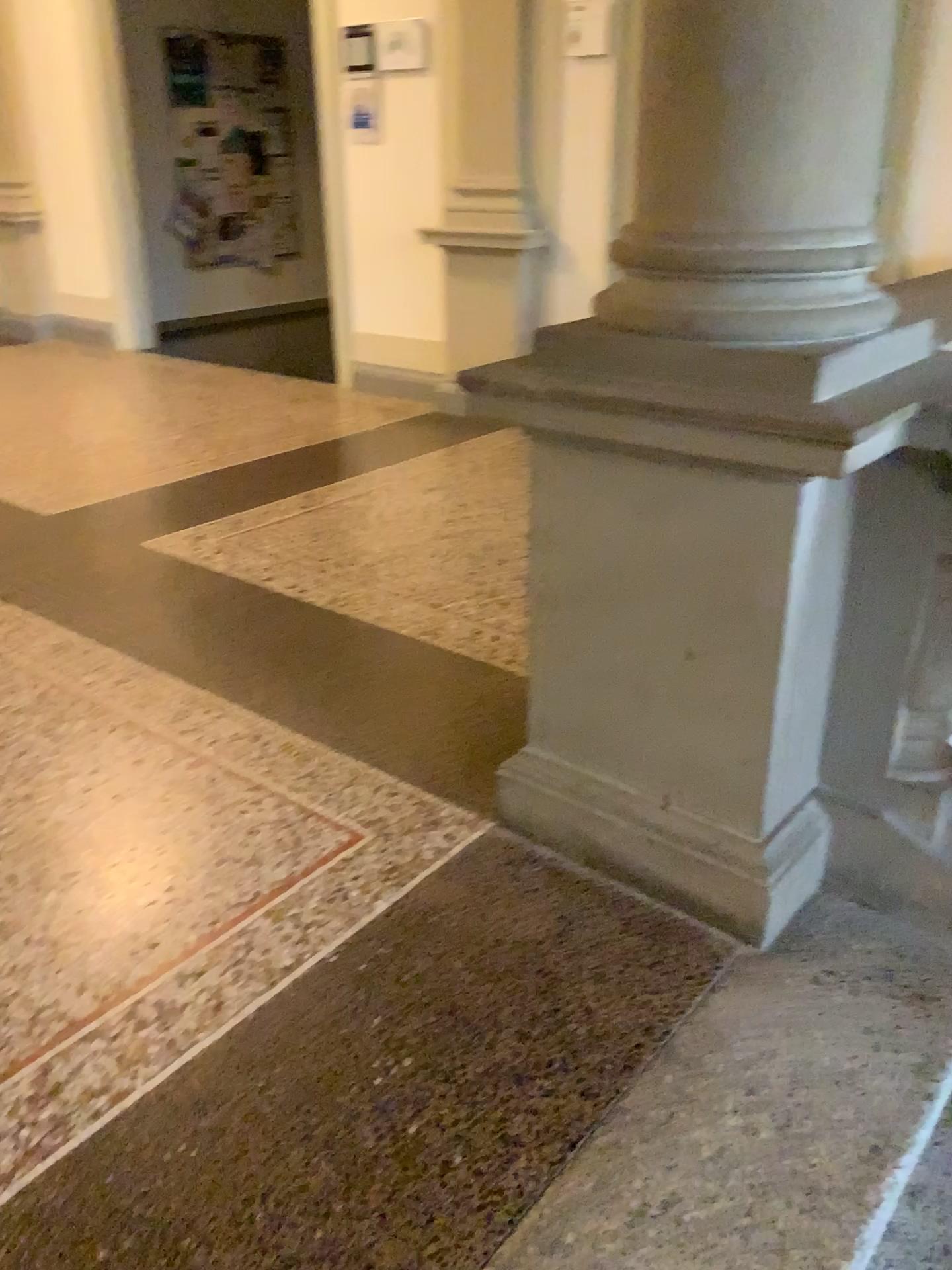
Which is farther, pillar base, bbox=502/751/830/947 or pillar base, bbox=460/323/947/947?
pillar base, bbox=502/751/830/947

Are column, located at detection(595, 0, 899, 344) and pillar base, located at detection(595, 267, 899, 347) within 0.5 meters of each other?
yes

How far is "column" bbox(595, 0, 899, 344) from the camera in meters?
1.5

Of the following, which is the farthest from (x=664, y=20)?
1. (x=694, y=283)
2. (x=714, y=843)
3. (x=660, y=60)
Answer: (x=714, y=843)

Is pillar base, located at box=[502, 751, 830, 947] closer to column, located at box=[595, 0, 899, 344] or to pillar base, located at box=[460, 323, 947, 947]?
pillar base, located at box=[460, 323, 947, 947]

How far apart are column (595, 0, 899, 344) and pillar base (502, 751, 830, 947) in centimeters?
79cm

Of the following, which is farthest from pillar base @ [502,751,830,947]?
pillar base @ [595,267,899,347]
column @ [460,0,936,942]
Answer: pillar base @ [595,267,899,347]

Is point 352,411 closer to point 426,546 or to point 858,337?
point 426,546

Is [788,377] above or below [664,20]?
below

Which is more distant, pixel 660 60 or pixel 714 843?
pixel 714 843
